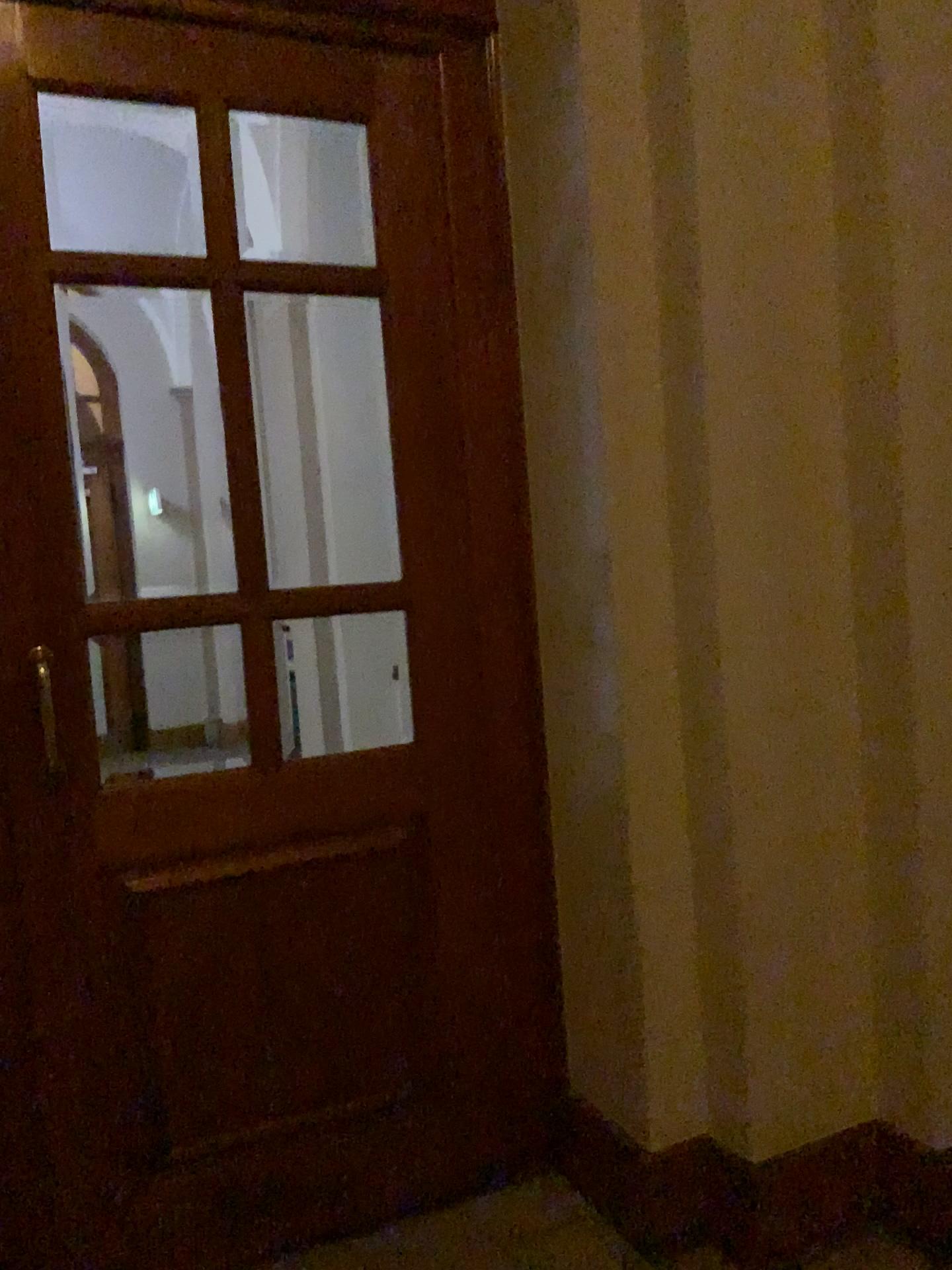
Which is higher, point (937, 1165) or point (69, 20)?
point (69, 20)

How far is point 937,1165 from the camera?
2.15m

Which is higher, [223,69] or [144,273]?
[223,69]

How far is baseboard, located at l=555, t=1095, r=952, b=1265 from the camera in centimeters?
215cm
